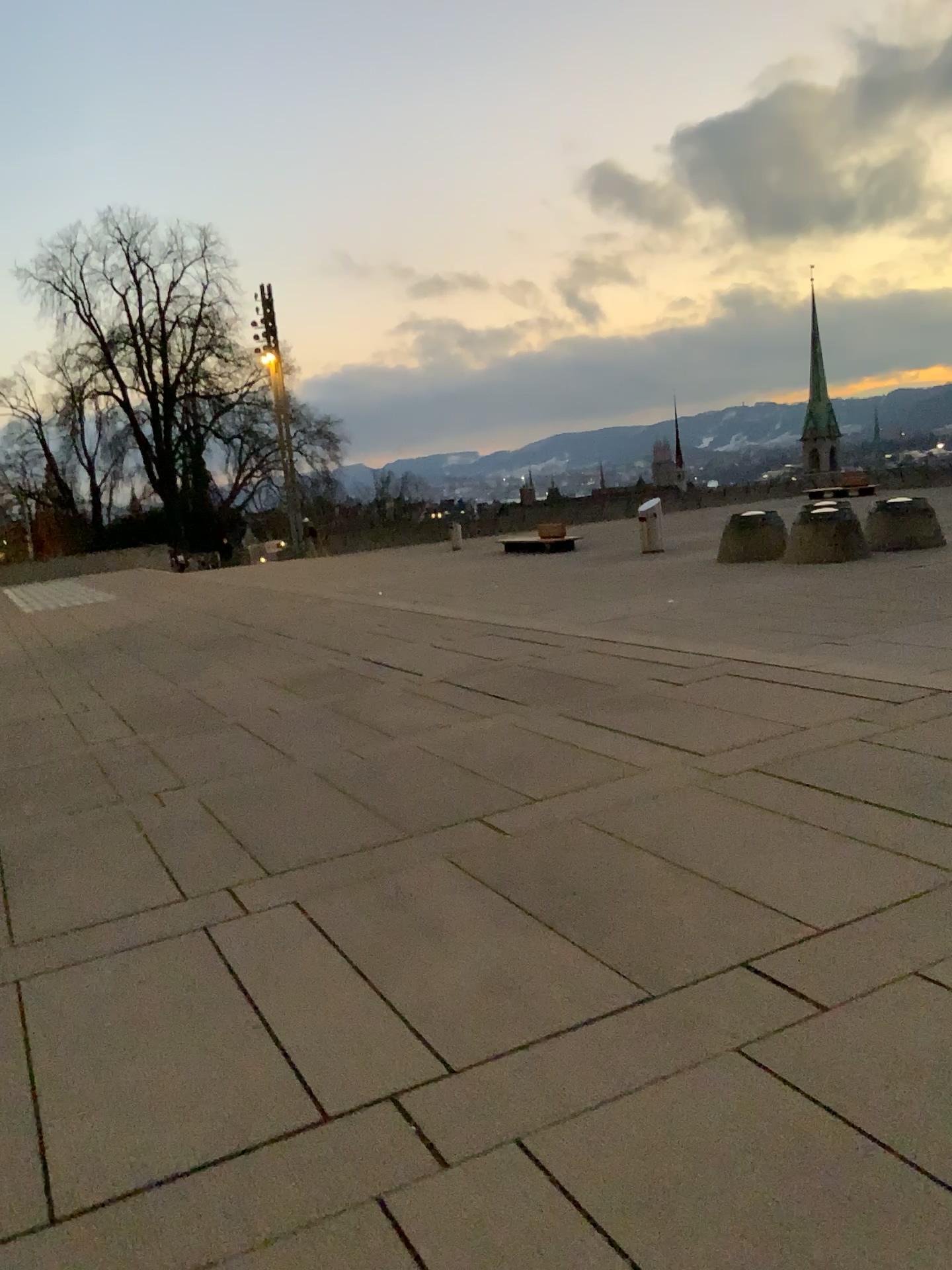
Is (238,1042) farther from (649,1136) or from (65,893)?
(65,893)
